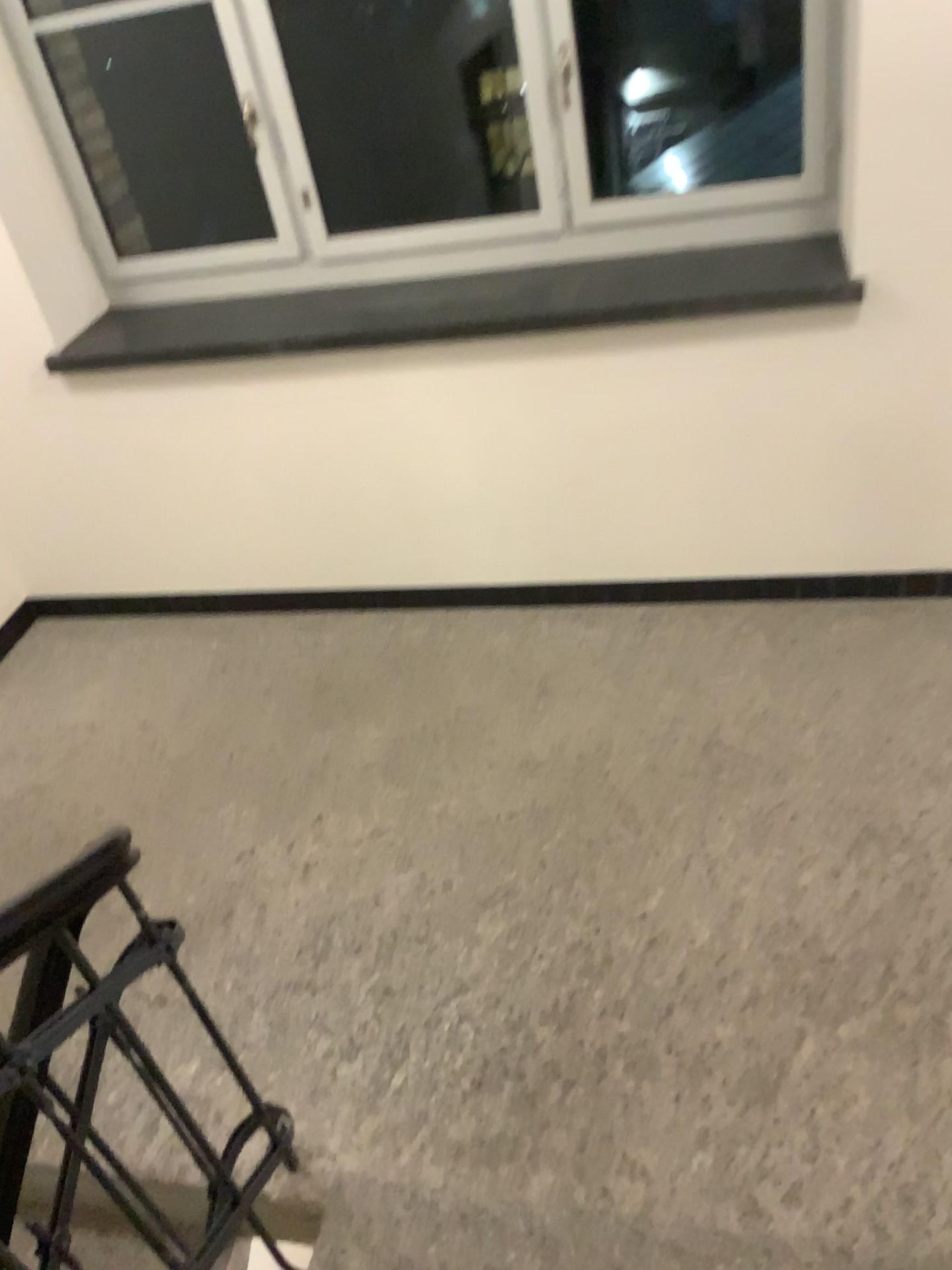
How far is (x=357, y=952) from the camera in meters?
2.5 m
